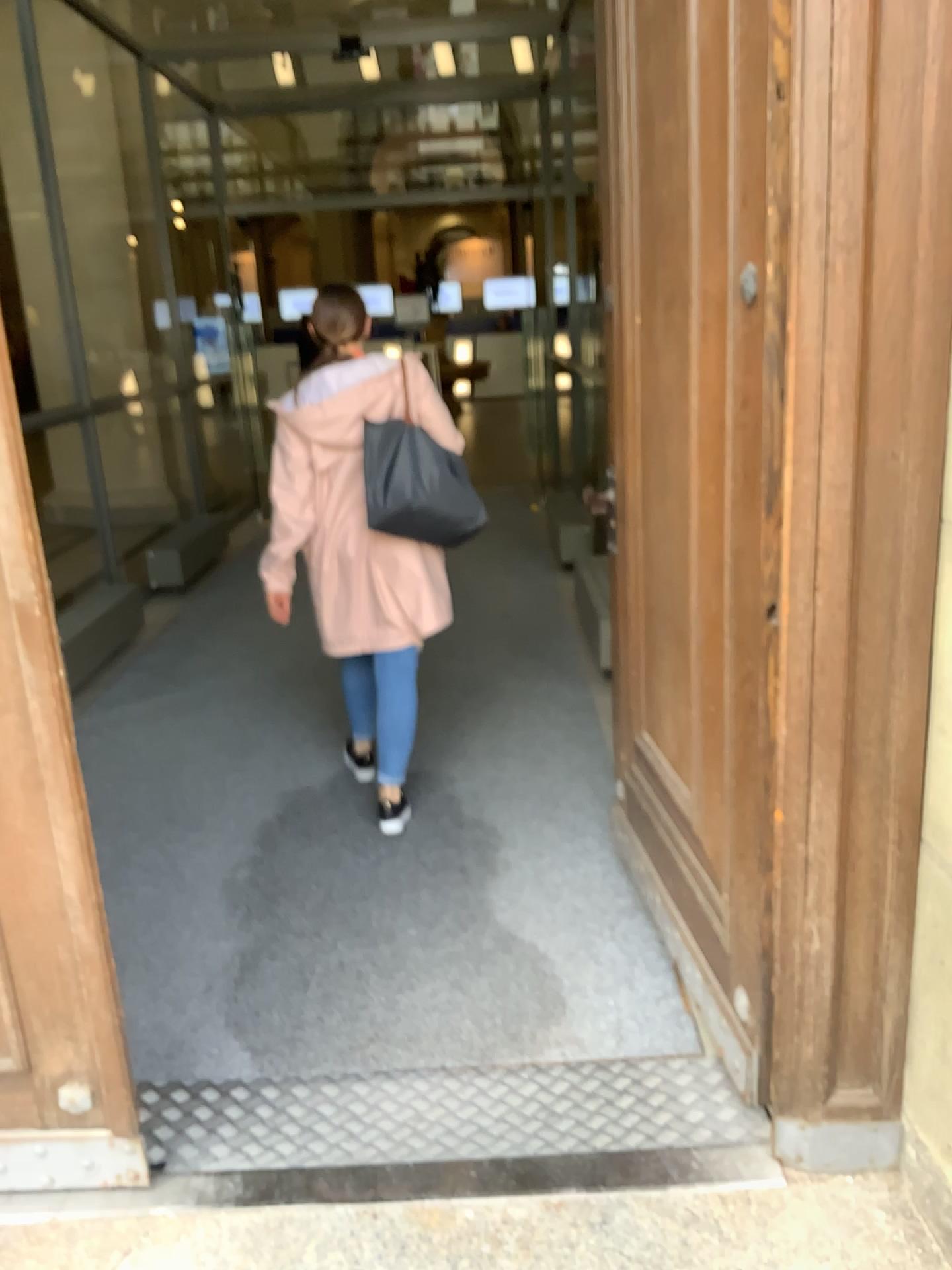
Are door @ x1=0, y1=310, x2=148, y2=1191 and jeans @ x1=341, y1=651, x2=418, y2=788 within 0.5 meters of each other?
no

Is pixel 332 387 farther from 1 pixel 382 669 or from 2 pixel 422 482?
1 pixel 382 669

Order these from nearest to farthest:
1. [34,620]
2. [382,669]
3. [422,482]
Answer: [34,620] → [422,482] → [382,669]

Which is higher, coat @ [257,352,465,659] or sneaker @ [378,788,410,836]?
coat @ [257,352,465,659]

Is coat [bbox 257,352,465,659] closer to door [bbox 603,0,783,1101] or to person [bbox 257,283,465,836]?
person [bbox 257,283,465,836]

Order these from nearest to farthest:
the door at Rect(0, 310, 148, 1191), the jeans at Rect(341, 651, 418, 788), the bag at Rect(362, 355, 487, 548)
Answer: the door at Rect(0, 310, 148, 1191), the bag at Rect(362, 355, 487, 548), the jeans at Rect(341, 651, 418, 788)

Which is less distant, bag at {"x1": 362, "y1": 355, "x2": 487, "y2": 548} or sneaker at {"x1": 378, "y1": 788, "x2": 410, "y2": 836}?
bag at {"x1": 362, "y1": 355, "x2": 487, "y2": 548}

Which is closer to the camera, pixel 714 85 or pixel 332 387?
pixel 714 85

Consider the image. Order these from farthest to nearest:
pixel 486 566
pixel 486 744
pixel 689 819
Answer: pixel 486 566
pixel 486 744
pixel 689 819

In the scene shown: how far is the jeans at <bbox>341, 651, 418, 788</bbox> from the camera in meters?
3.2 m
